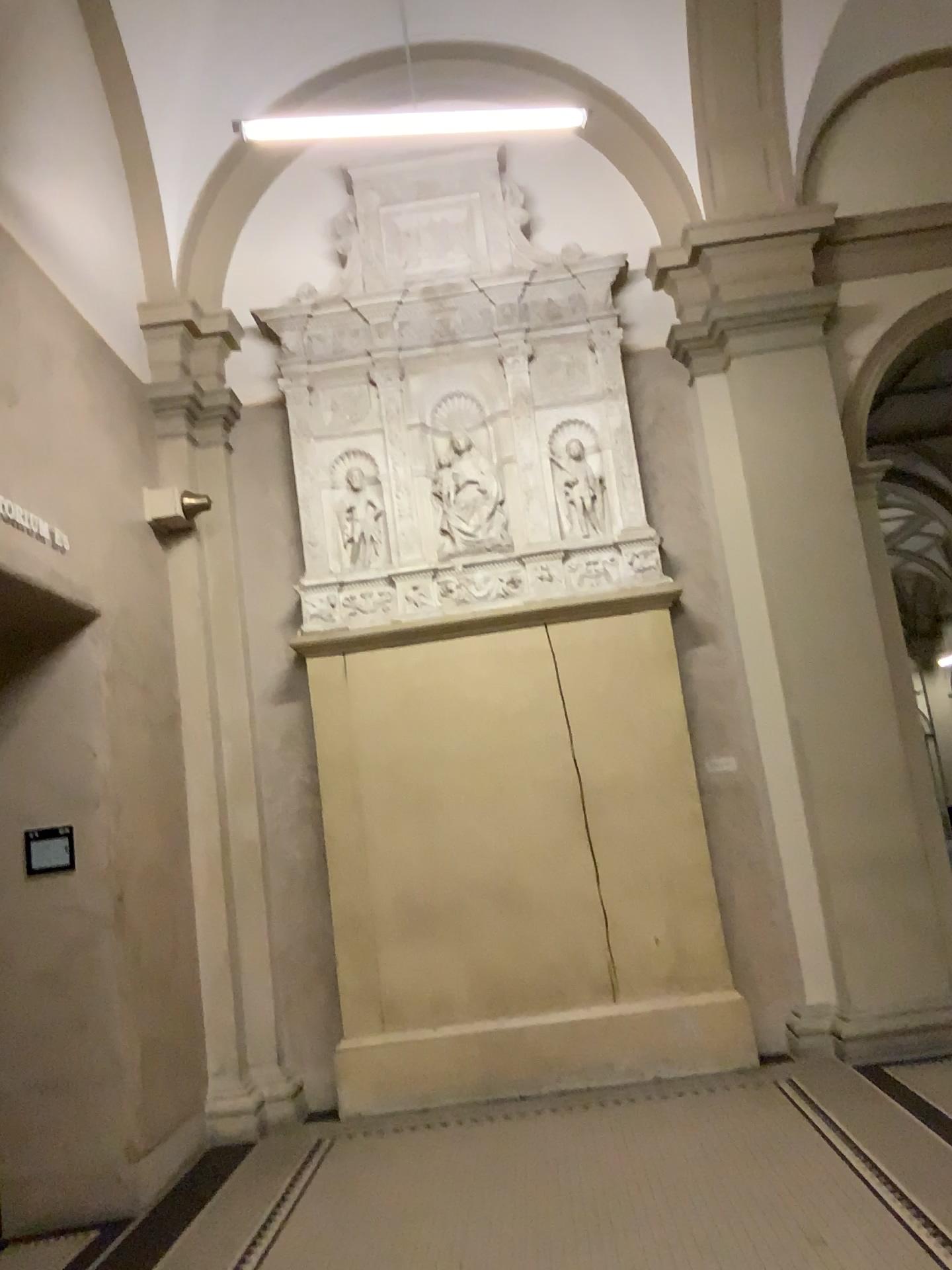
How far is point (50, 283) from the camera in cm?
481
